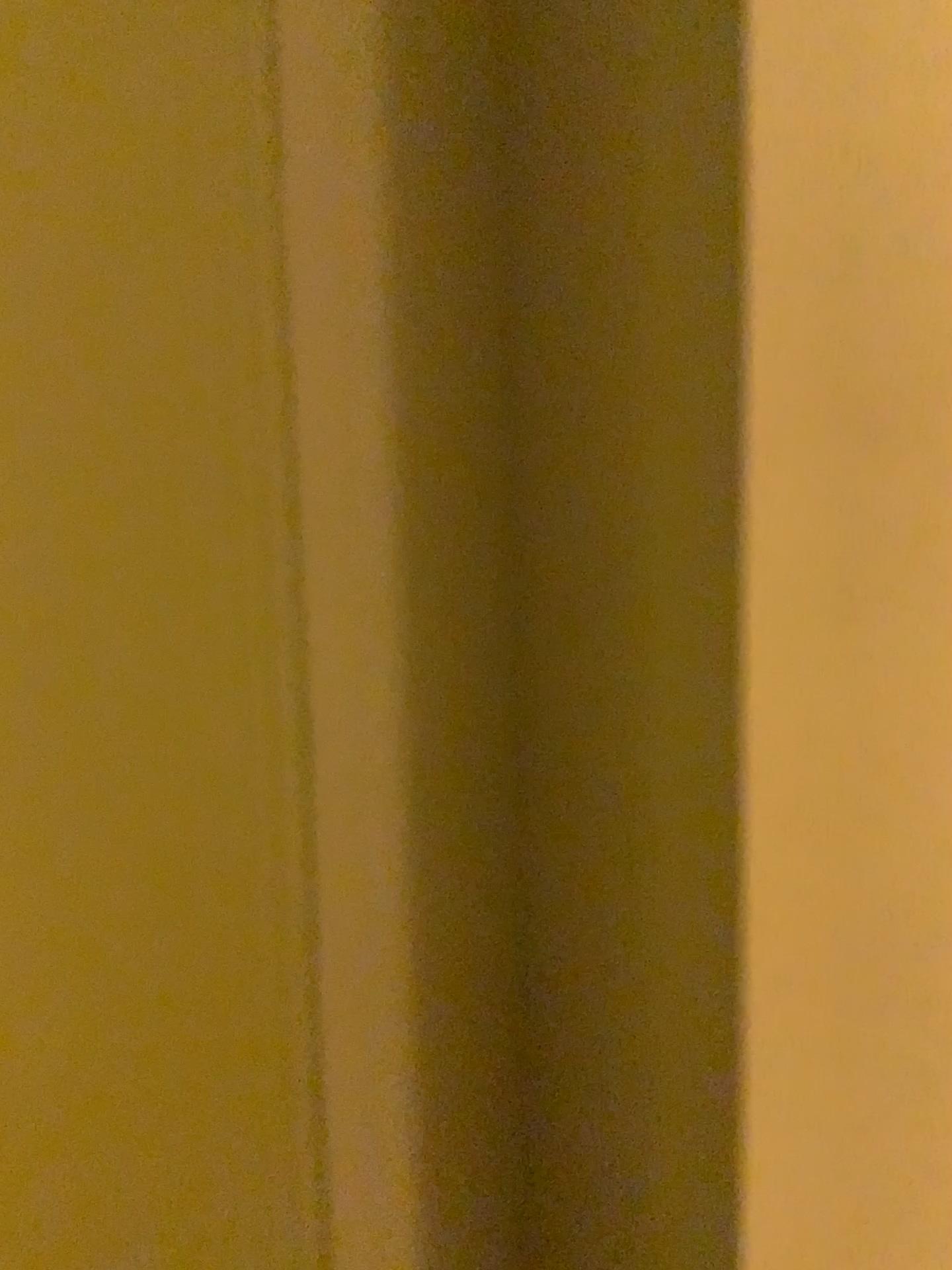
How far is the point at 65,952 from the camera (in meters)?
0.65
